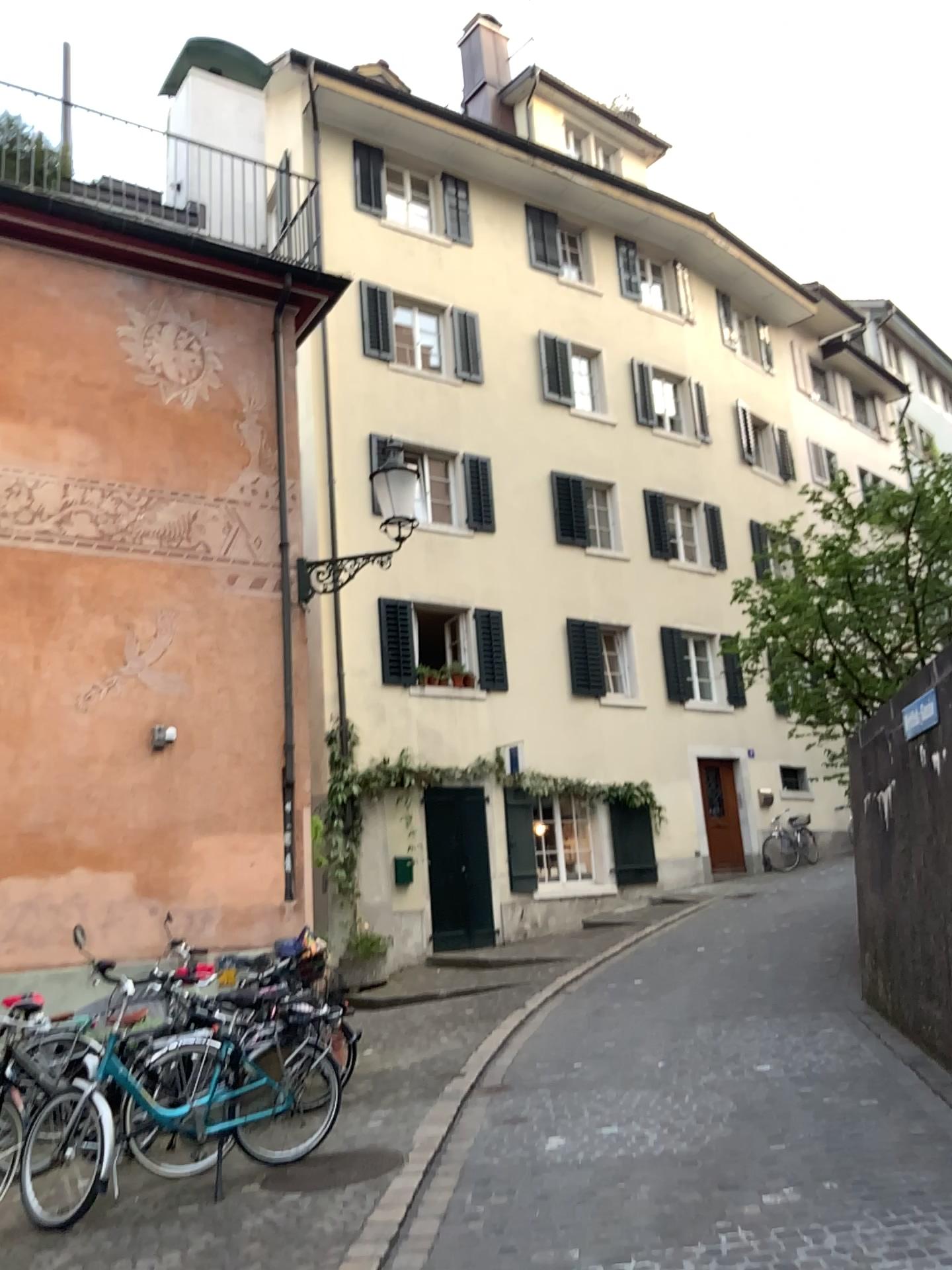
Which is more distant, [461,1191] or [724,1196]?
[461,1191]
